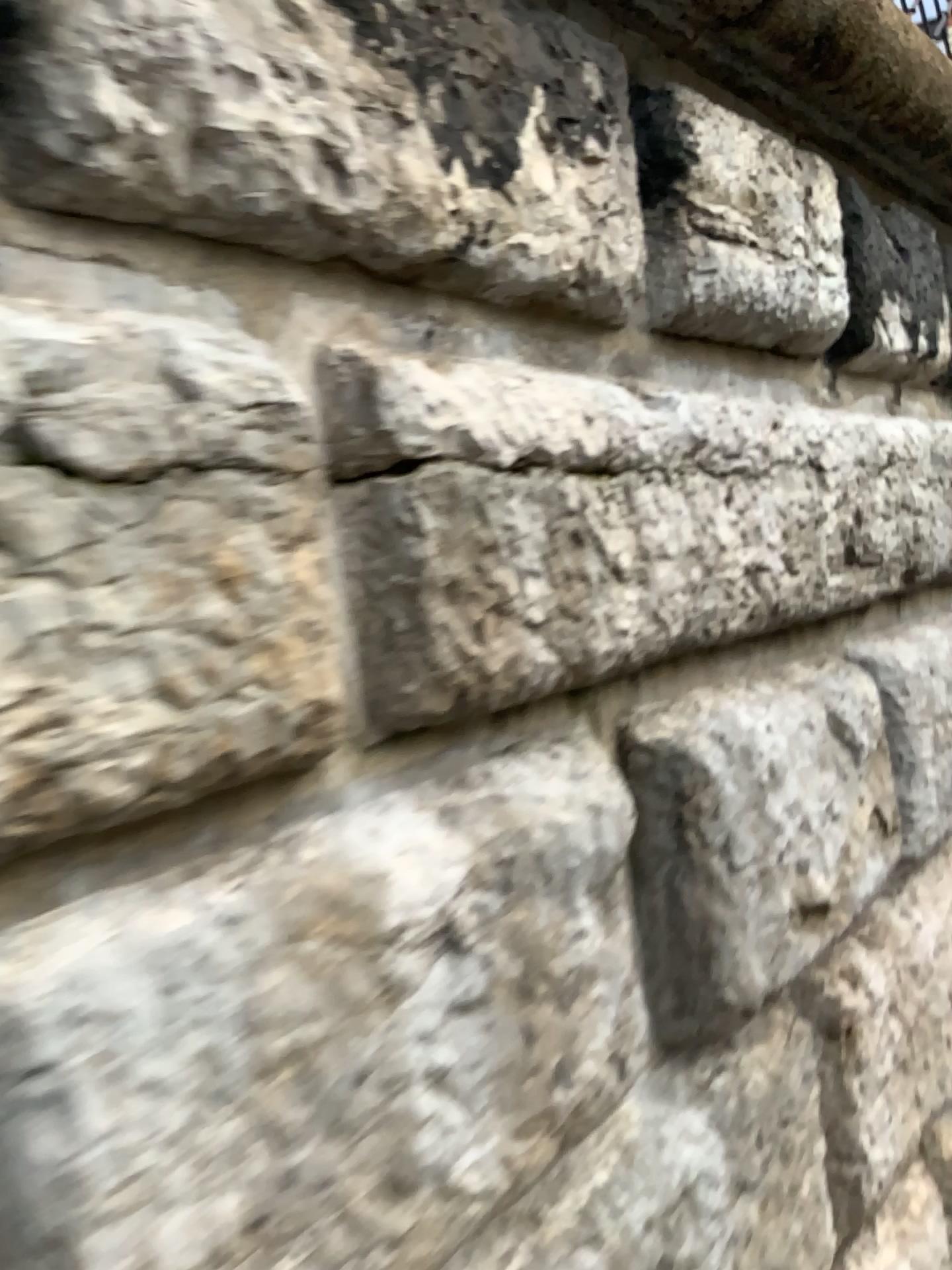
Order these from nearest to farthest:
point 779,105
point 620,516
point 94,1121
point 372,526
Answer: point 94,1121, point 372,526, point 620,516, point 779,105
